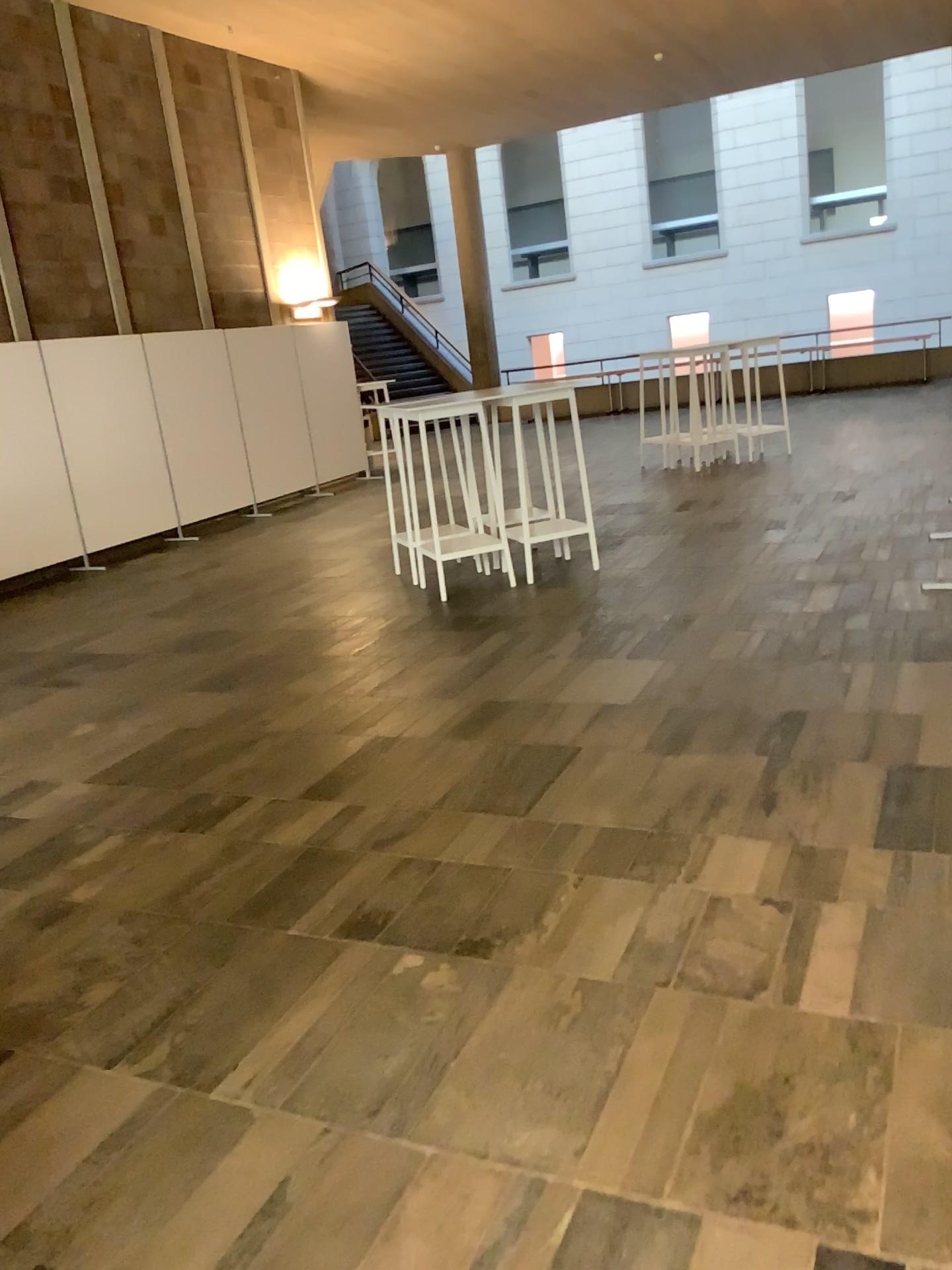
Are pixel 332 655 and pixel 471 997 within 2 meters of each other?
no
